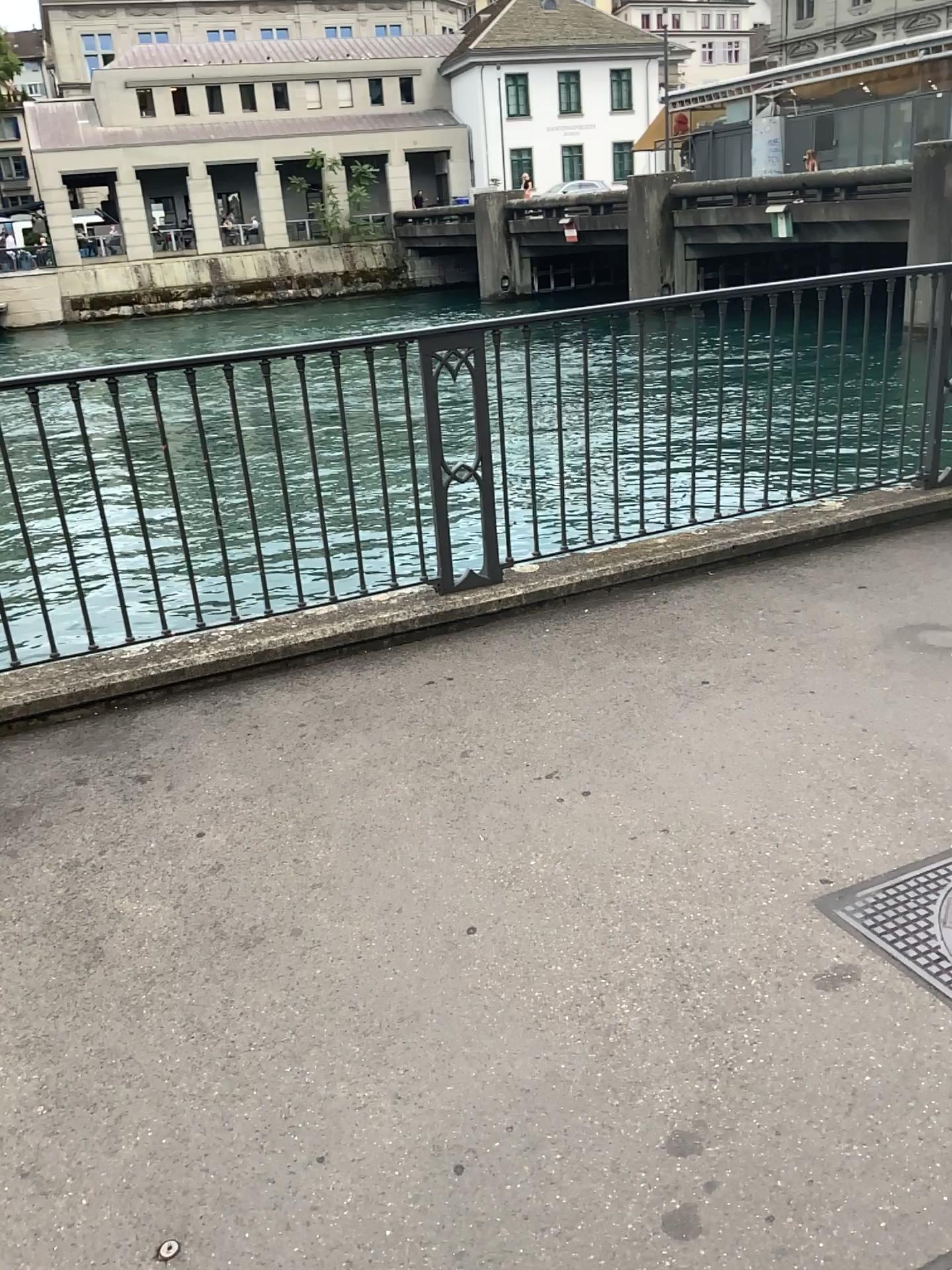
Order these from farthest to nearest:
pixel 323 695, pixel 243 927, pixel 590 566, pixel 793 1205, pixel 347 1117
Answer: pixel 590 566 → pixel 323 695 → pixel 243 927 → pixel 347 1117 → pixel 793 1205

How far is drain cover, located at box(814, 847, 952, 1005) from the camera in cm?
217

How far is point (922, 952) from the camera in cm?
217
